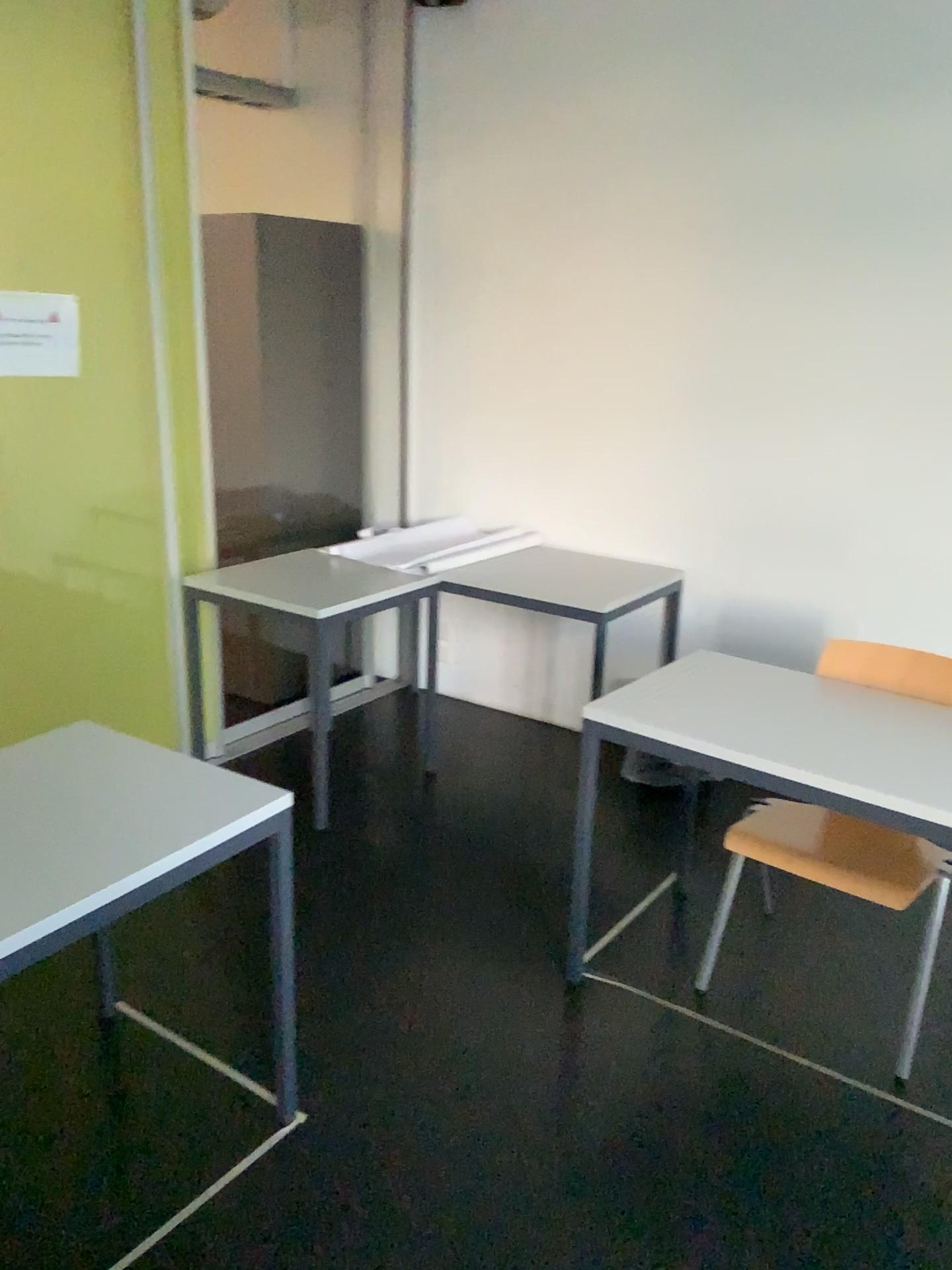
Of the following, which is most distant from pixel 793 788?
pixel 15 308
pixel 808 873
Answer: pixel 15 308

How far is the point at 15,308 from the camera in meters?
2.9 m

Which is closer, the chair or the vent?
the chair

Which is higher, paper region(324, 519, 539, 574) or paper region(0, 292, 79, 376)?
paper region(0, 292, 79, 376)

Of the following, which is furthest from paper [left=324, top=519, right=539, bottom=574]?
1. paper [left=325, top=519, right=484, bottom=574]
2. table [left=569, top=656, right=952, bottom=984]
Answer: table [left=569, top=656, right=952, bottom=984]

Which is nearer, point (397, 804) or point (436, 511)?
point (397, 804)

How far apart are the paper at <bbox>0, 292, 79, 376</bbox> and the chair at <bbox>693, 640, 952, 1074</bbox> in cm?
224

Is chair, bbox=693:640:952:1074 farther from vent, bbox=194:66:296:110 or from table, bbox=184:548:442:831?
vent, bbox=194:66:296:110

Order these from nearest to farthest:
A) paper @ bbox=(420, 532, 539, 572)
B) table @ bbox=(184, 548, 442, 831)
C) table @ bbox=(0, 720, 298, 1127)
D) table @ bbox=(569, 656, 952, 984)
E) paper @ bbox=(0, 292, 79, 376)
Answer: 1. table @ bbox=(0, 720, 298, 1127)
2. table @ bbox=(569, 656, 952, 984)
3. paper @ bbox=(0, 292, 79, 376)
4. table @ bbox=(184, 548, 442, 831)
5. paper @ bbox=(420, 532, 539, 572)

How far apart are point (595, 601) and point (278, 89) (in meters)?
2.57
